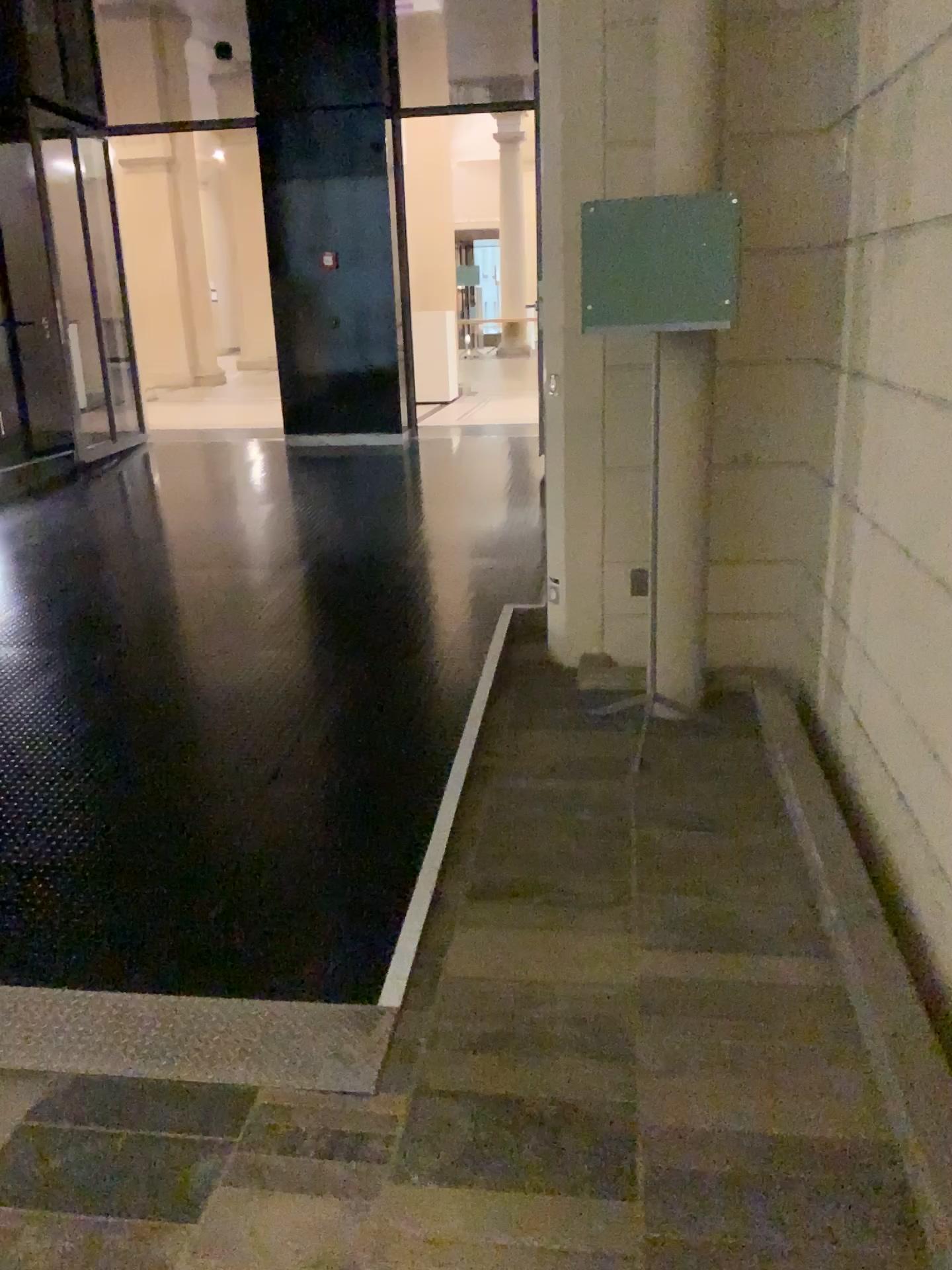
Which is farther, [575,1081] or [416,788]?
[416,788]
